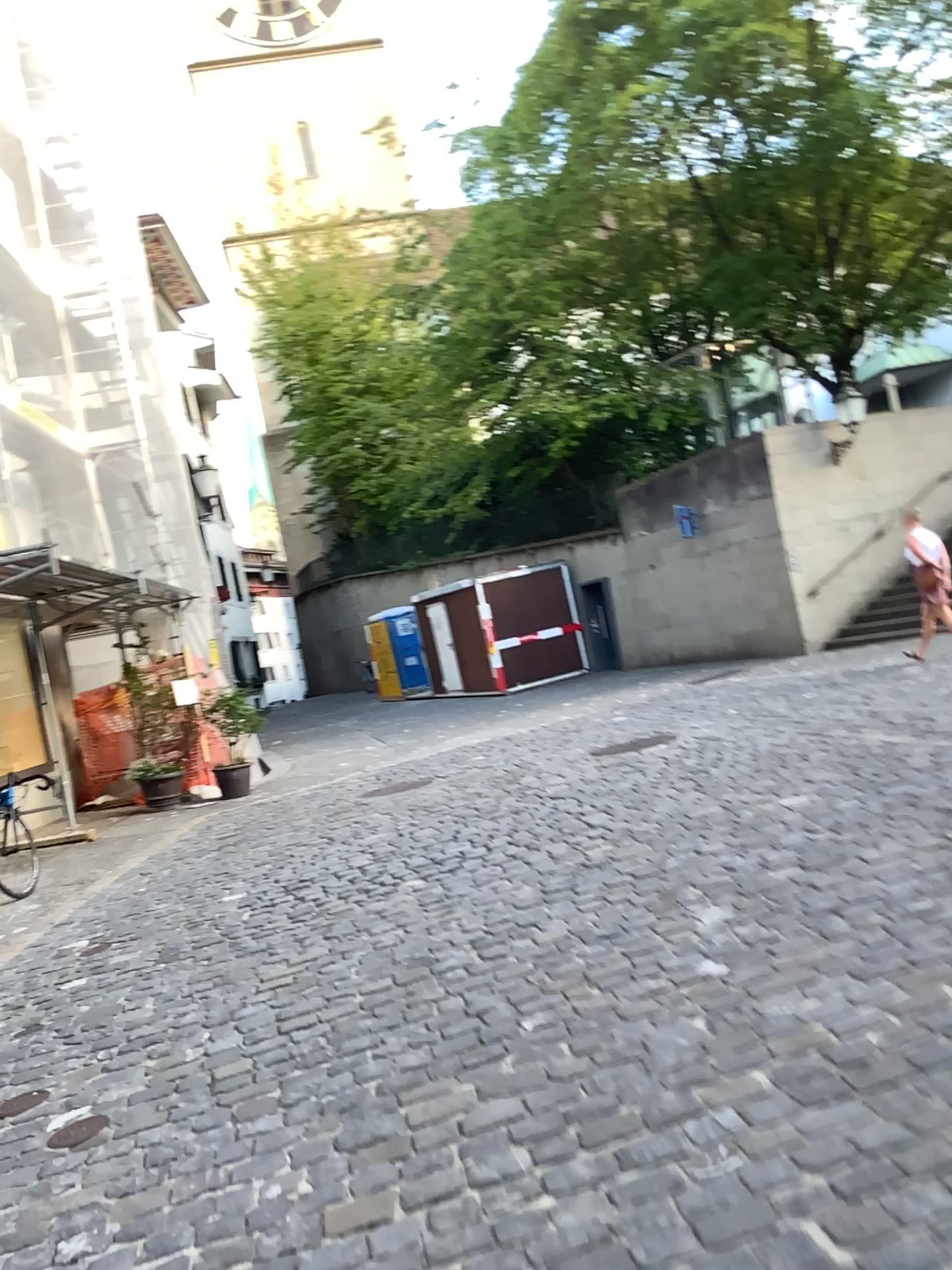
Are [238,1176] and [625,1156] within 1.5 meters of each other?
yes
